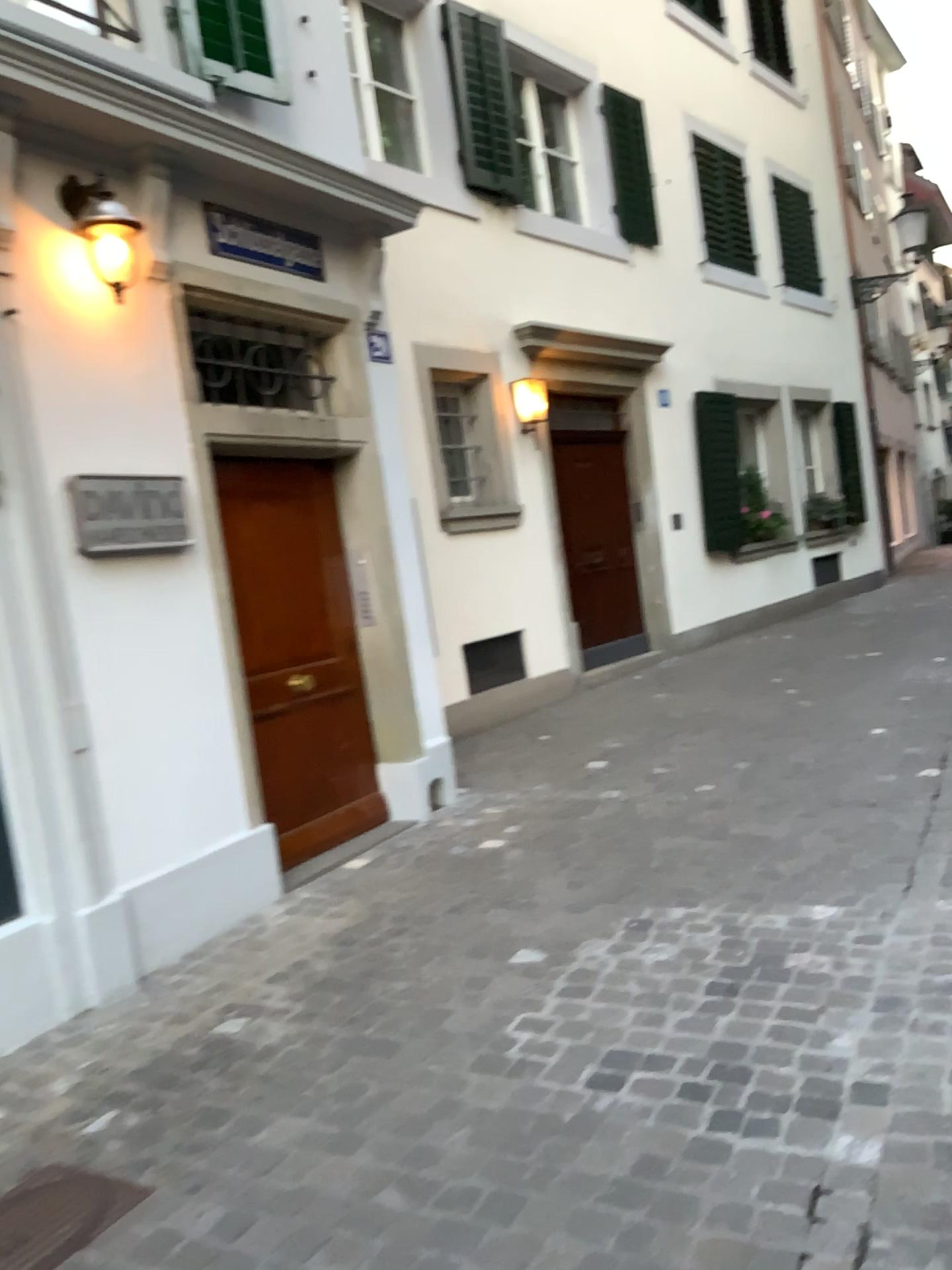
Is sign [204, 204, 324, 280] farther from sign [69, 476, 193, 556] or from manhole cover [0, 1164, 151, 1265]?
manhole cover [0, 1164, 151, 1265]

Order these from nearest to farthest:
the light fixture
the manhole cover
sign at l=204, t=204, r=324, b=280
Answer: the manhole cover, the light fixture, sign at l=204, t=204, r=324, b=280

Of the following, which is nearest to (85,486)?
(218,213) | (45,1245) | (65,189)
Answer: (65,189)

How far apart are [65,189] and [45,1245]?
3.2m

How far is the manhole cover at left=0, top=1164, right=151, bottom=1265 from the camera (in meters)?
2.26

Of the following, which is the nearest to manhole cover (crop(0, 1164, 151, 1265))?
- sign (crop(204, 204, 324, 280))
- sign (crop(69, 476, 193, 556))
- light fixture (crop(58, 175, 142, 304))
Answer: sign (crop(69, 476, 193, 556))

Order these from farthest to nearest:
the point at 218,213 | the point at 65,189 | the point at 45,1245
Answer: the point at 218,213
the point at 65,189
the point at 45,1245

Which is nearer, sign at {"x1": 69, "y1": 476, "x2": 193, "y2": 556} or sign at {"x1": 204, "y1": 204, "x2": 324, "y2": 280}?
sign at {"x1": 69, "y1": 476, "x2": 193, "y2": 556}

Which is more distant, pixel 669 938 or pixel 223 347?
pixel 223 347

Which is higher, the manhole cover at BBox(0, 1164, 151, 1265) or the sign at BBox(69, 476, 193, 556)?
the sign at BBox(69, 476, 193, 556)
